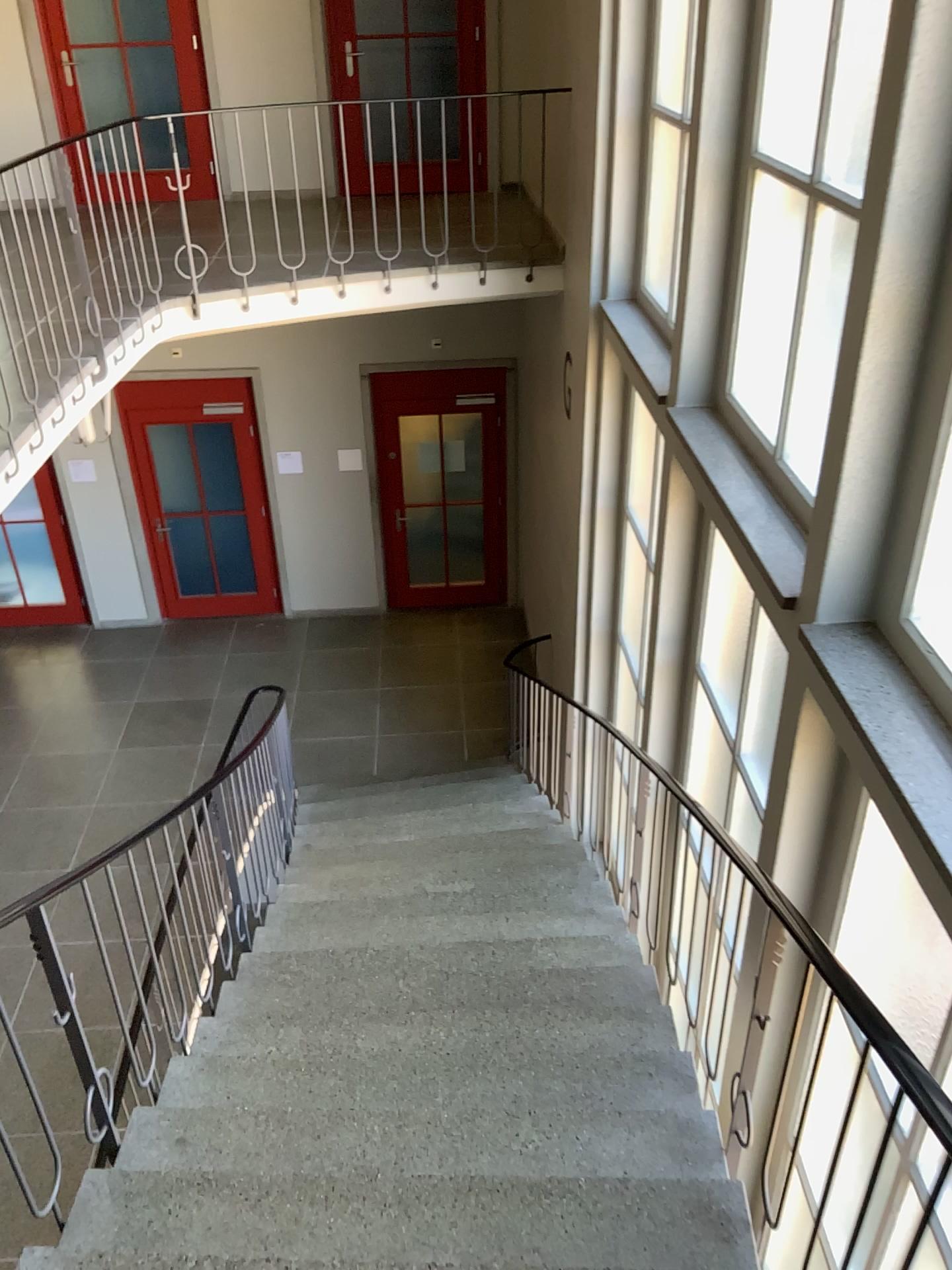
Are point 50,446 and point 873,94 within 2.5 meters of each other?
no

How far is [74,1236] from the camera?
2.36m

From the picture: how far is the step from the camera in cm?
236

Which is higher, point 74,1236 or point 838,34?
point 838,34

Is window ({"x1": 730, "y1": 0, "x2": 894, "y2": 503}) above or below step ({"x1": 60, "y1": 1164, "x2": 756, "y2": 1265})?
above
